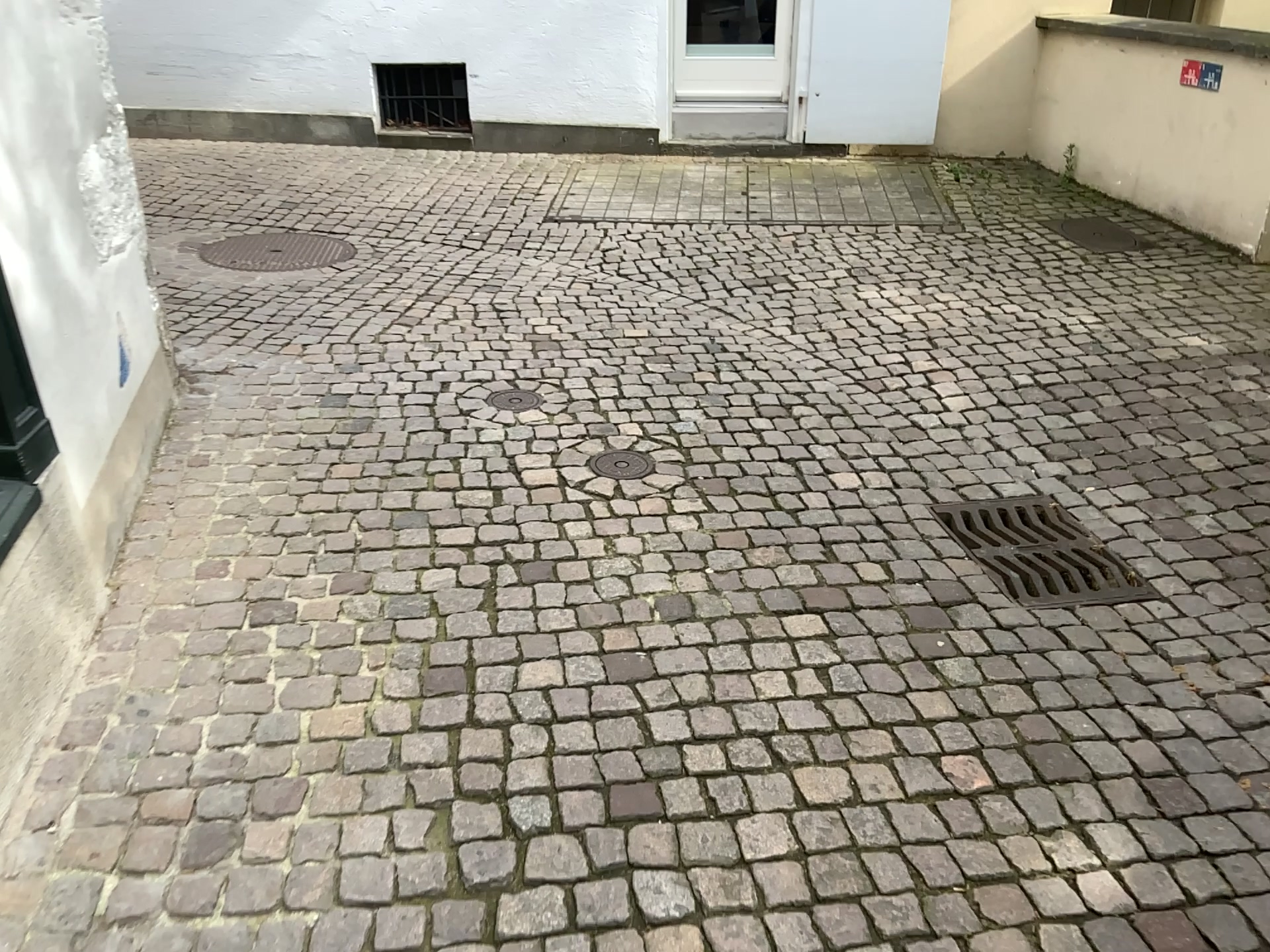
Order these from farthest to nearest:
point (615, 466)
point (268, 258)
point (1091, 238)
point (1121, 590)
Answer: point (1091, 238)
point (268, 258)
point (615, 466)
point (1121, 590)

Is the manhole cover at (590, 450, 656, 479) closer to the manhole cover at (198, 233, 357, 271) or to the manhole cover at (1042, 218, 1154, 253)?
the manhole cover at (198, 233, 357, 271)

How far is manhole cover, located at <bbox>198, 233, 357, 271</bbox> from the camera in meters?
5.0

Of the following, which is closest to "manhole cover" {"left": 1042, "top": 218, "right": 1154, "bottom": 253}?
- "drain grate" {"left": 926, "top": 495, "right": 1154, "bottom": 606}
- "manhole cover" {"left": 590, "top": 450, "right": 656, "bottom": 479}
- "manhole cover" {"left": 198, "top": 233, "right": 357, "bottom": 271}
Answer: "drain grate" {"left": 926, "top": 495, "right": 1154, "bottom": 606}

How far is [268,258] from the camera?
5.04m

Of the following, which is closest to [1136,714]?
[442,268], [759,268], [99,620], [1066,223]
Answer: [99,620]

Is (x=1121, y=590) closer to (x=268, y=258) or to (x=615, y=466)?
(x=615, y=466)

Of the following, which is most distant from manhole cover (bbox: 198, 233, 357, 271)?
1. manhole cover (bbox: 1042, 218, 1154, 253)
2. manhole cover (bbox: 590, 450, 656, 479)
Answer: manhole cover (bbox: 1042, 218, 1154, 253)

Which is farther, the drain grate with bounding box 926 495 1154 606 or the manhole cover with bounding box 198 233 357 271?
the manhole cover with bounding box 198 233 357 271

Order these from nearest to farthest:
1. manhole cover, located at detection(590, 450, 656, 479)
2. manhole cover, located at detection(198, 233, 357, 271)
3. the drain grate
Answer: the drain grate < manhole cover, located at detection(590, 450, 656, 479) < manhole cover, located at detection(198, 233, 357, 271)
